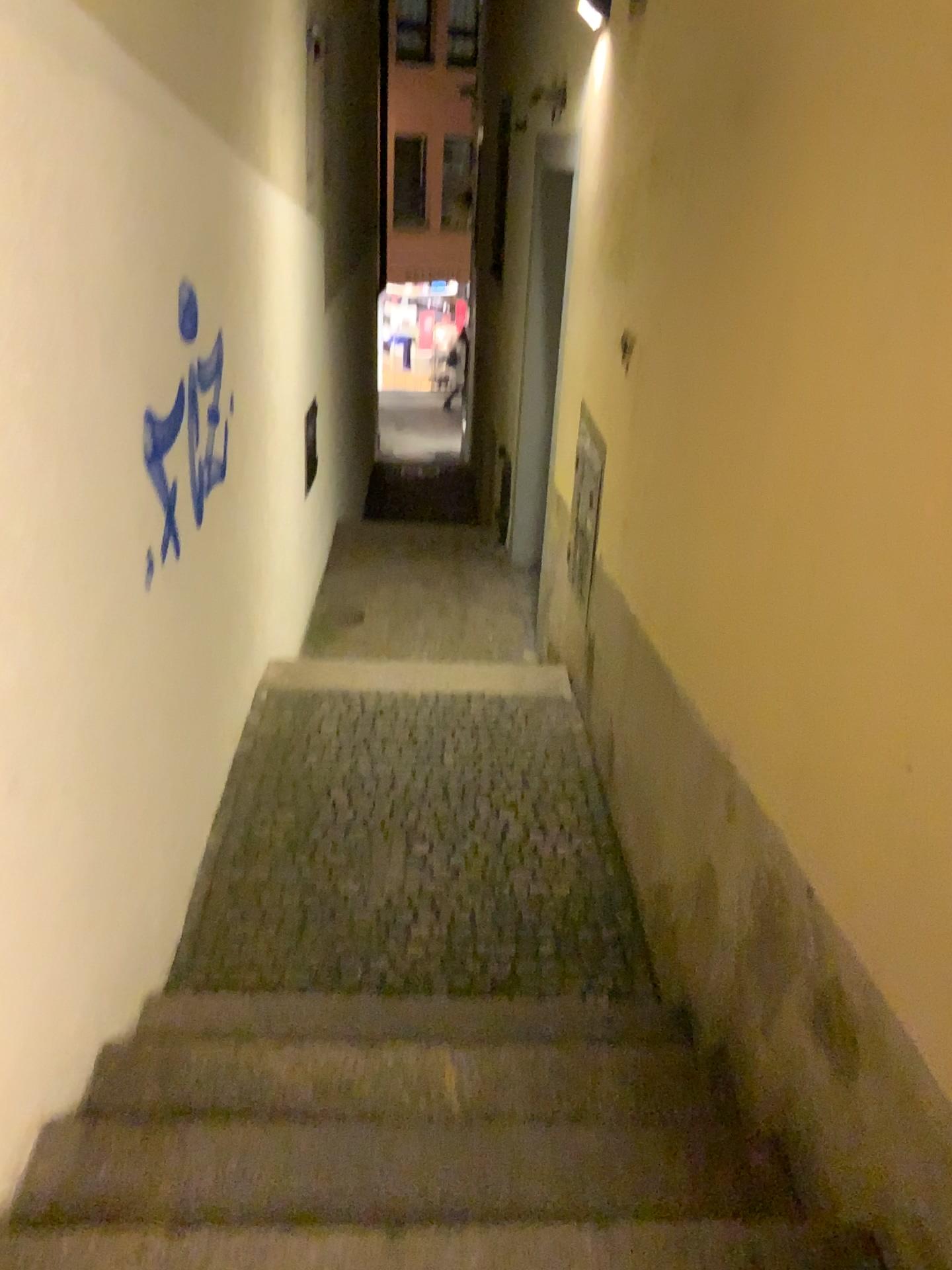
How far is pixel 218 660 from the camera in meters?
3.5 m
